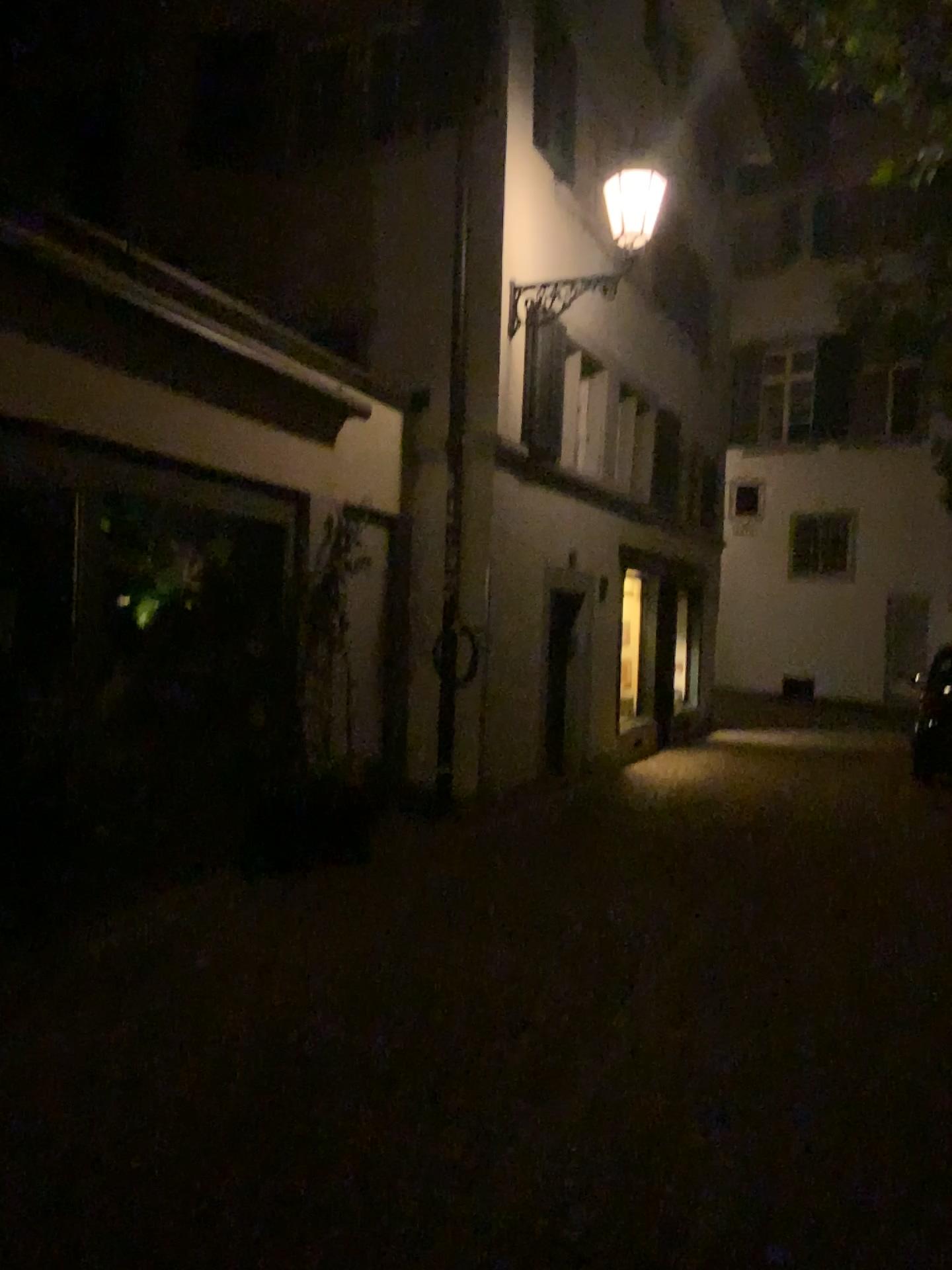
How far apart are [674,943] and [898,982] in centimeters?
105cm
